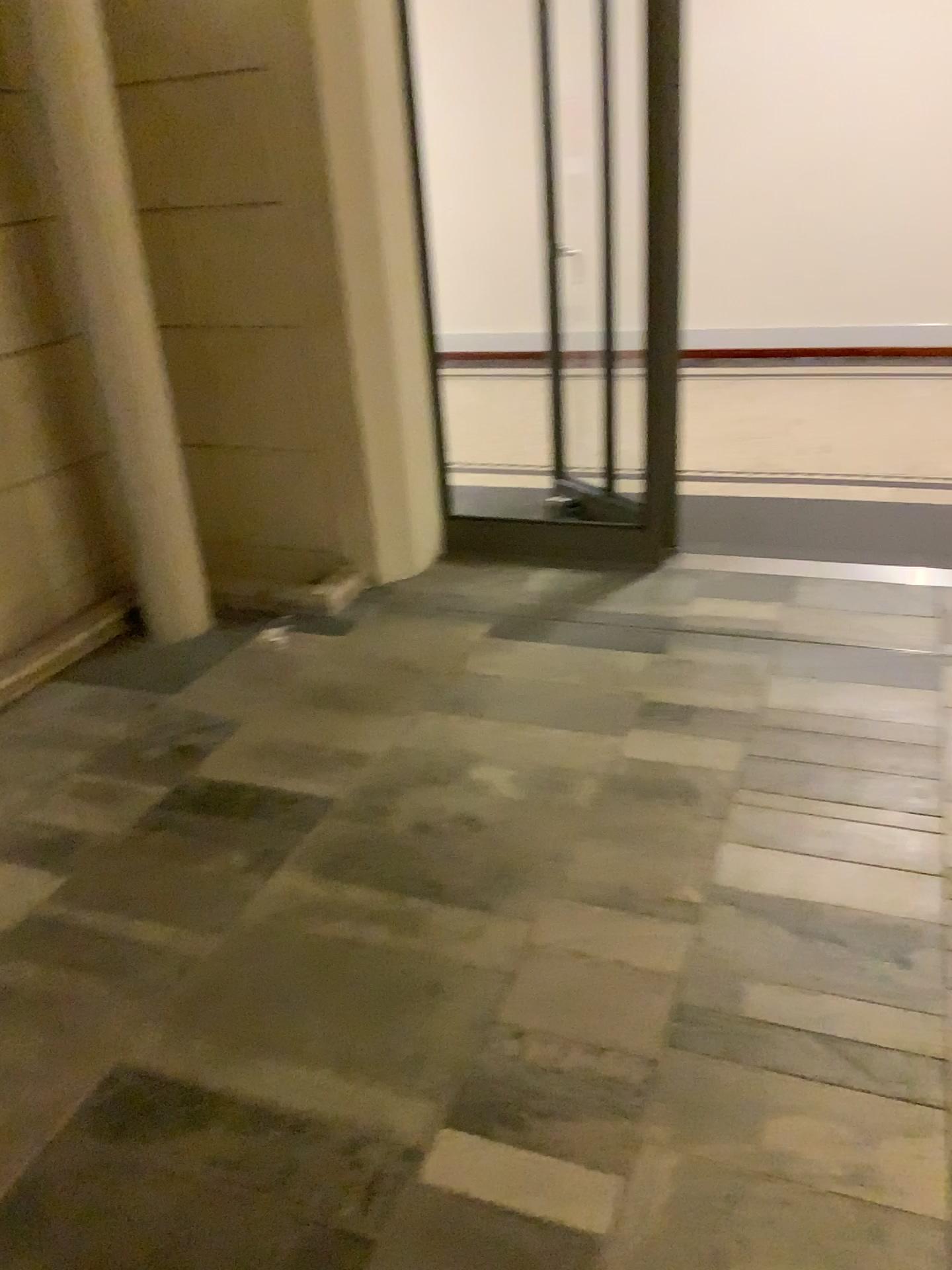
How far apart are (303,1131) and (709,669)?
1.8m
